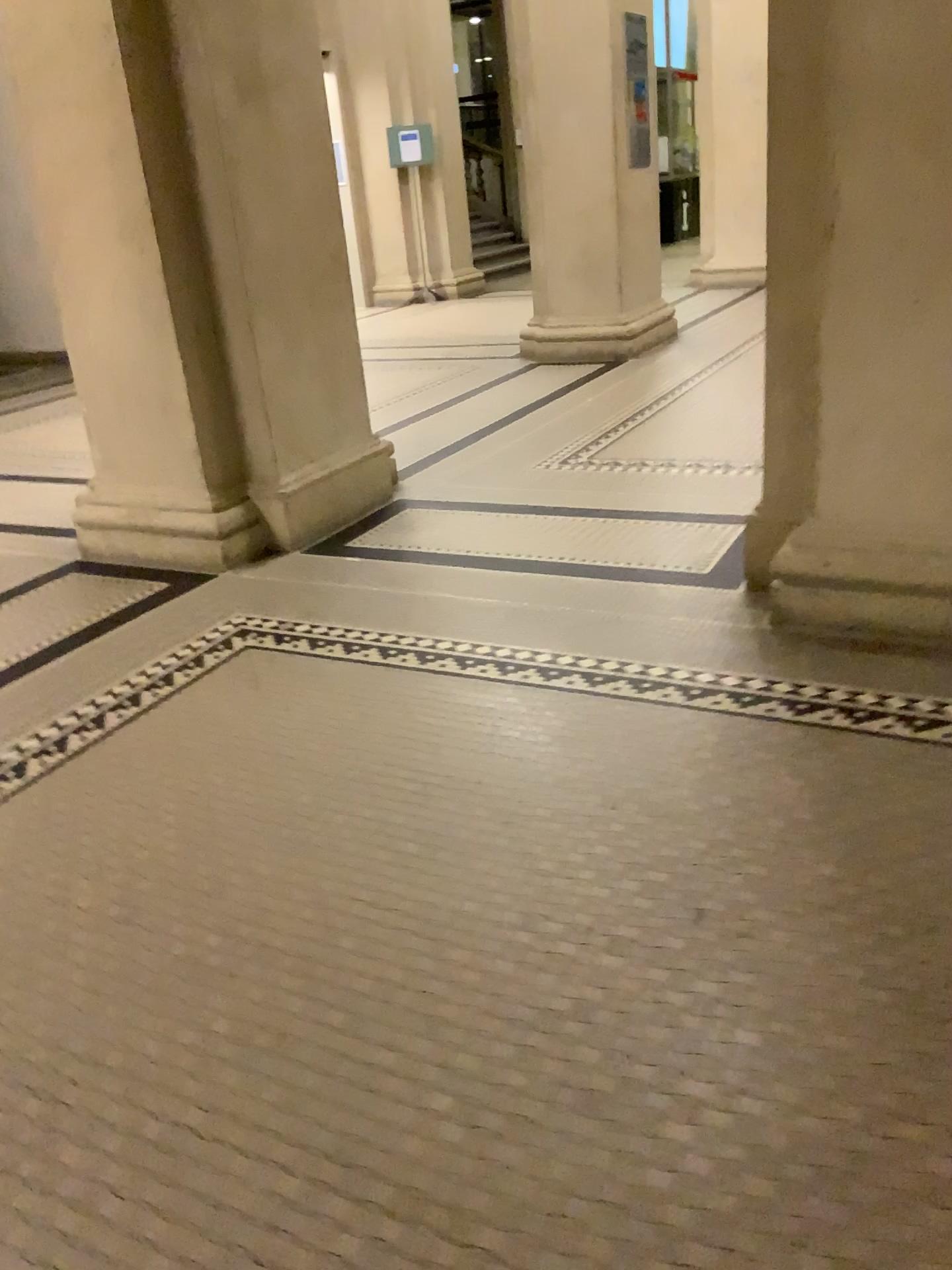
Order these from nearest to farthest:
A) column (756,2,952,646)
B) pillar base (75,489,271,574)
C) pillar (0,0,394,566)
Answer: column (756,2,952,646)
pillar (0,0,394,566)
pillar base (75,489,271,574)

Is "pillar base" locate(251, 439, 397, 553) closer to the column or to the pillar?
the pillar

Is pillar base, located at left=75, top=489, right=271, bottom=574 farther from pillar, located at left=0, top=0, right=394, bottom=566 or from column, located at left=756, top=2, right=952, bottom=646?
column, located at left=756, top=2, right=952, bottom=646

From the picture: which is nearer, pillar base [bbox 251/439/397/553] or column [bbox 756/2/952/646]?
column [bbox 756/2/952/646]

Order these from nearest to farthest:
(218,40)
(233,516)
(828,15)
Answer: (828,15) → (218,40) → (233,516)

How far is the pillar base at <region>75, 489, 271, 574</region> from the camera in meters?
3.8 m

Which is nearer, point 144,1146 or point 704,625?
point 144,1146

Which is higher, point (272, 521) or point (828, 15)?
point (828, 15)

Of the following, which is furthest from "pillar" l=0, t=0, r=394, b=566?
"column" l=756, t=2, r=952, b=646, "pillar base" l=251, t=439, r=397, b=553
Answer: "column" l=756, t=2, r=952, b=646

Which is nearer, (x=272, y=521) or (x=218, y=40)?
(x=218, y=40)
